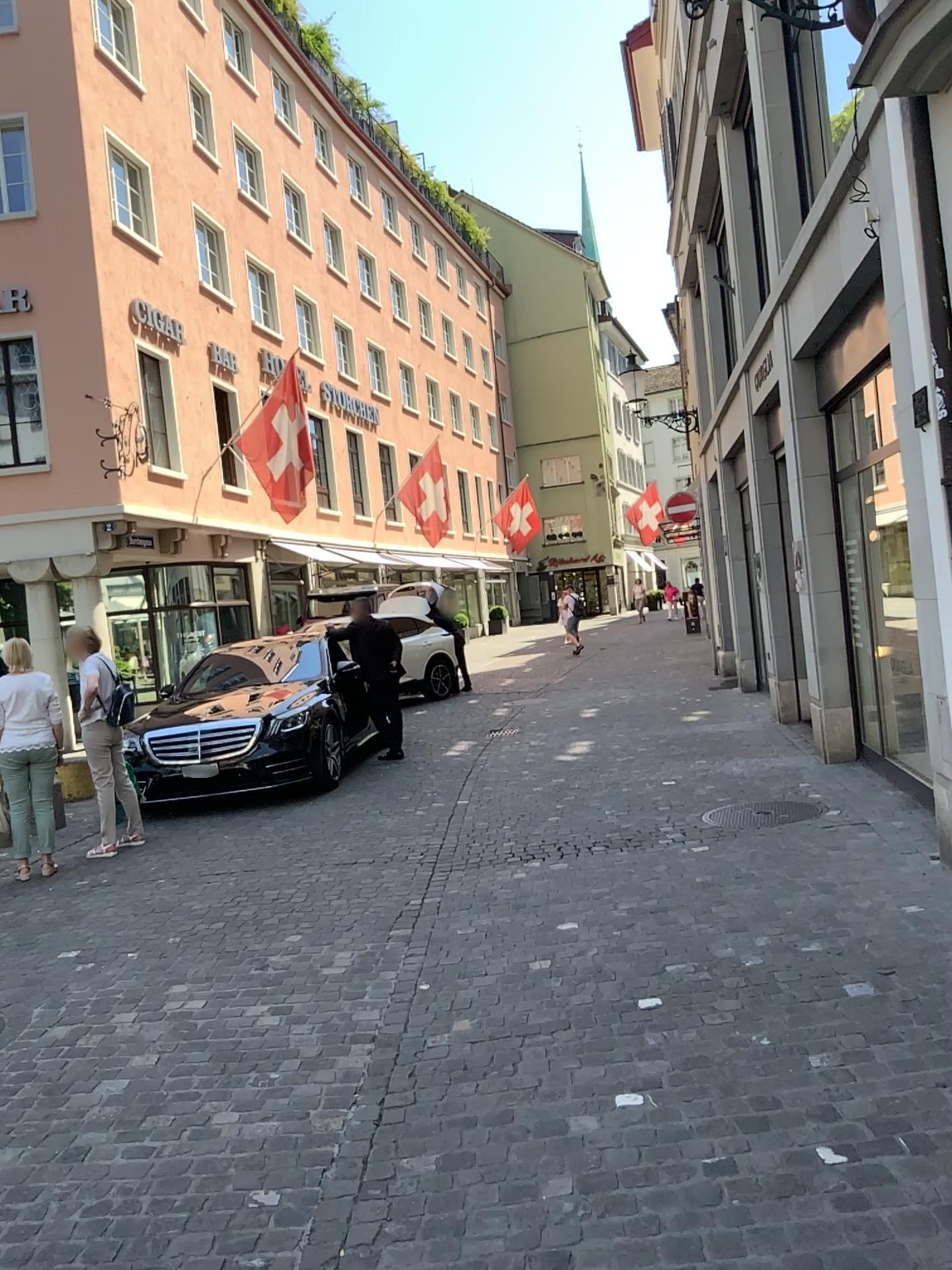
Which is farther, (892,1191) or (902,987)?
(902,987)
